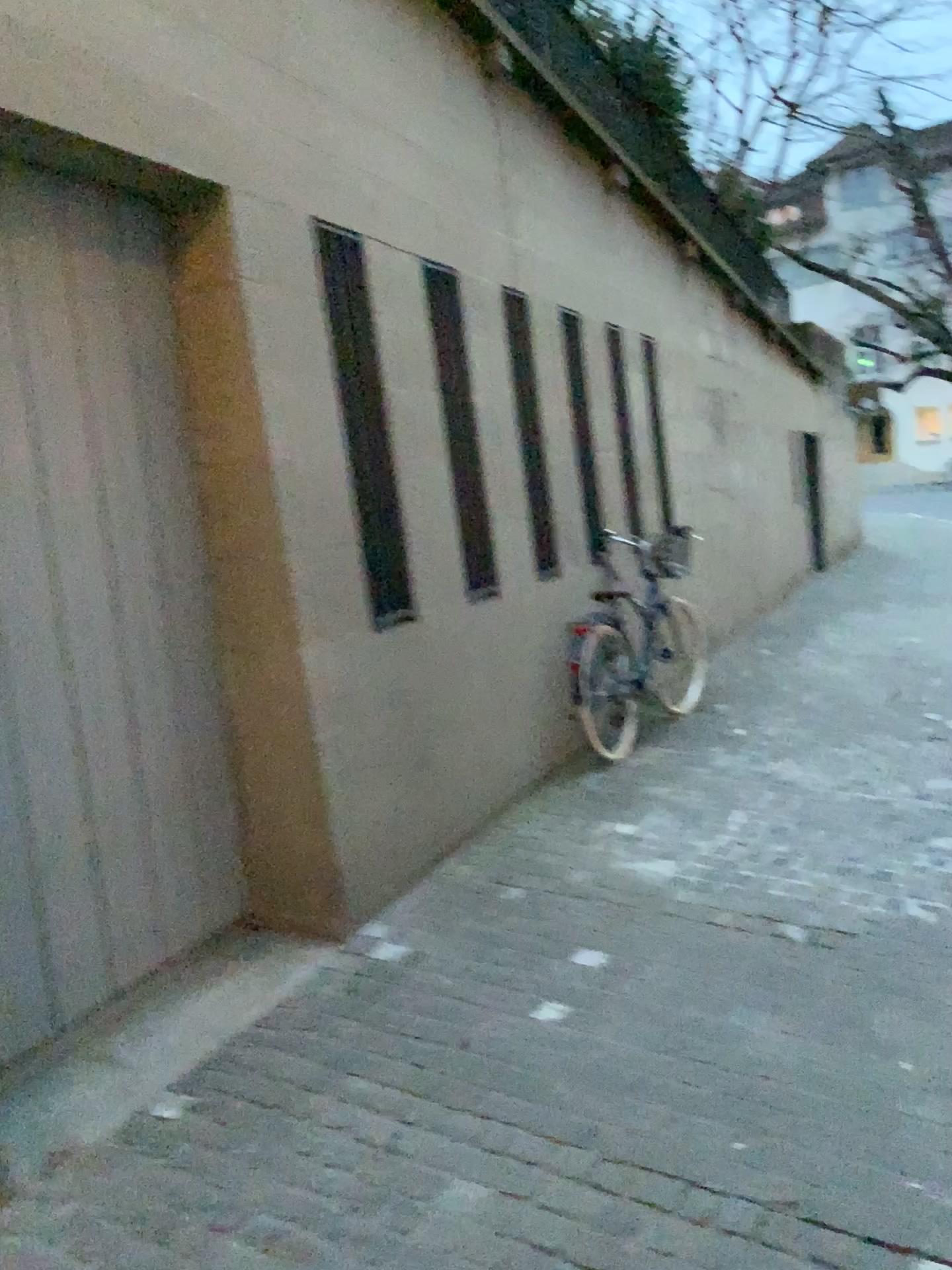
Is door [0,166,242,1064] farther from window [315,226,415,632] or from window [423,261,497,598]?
window [423,261,497,598]

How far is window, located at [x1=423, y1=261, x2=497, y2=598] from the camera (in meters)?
4.62

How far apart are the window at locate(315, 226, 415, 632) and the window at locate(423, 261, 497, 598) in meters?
0.6

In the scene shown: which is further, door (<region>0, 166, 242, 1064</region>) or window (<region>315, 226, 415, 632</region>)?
window (<region>315, 226, 415, 632</region>)

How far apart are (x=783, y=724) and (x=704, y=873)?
2.10m

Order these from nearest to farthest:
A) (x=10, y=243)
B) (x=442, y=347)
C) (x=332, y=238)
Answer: (x=10, y=243)
(x=332, y=238)
(x=442, y=347)

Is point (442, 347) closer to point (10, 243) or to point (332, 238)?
point (332, 238)

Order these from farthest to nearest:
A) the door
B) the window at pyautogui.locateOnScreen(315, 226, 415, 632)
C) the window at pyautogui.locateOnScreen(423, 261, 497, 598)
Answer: the window at pyautogui.locateOnScreen(423, 261, 497, 598)
the window at pyautogui.locateOnScreen(315, 226, 415, 632)
the door

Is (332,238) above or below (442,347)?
above

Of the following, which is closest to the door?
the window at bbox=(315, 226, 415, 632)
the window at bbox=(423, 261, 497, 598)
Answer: the window at bbox=(315, 226, 415, 632)
